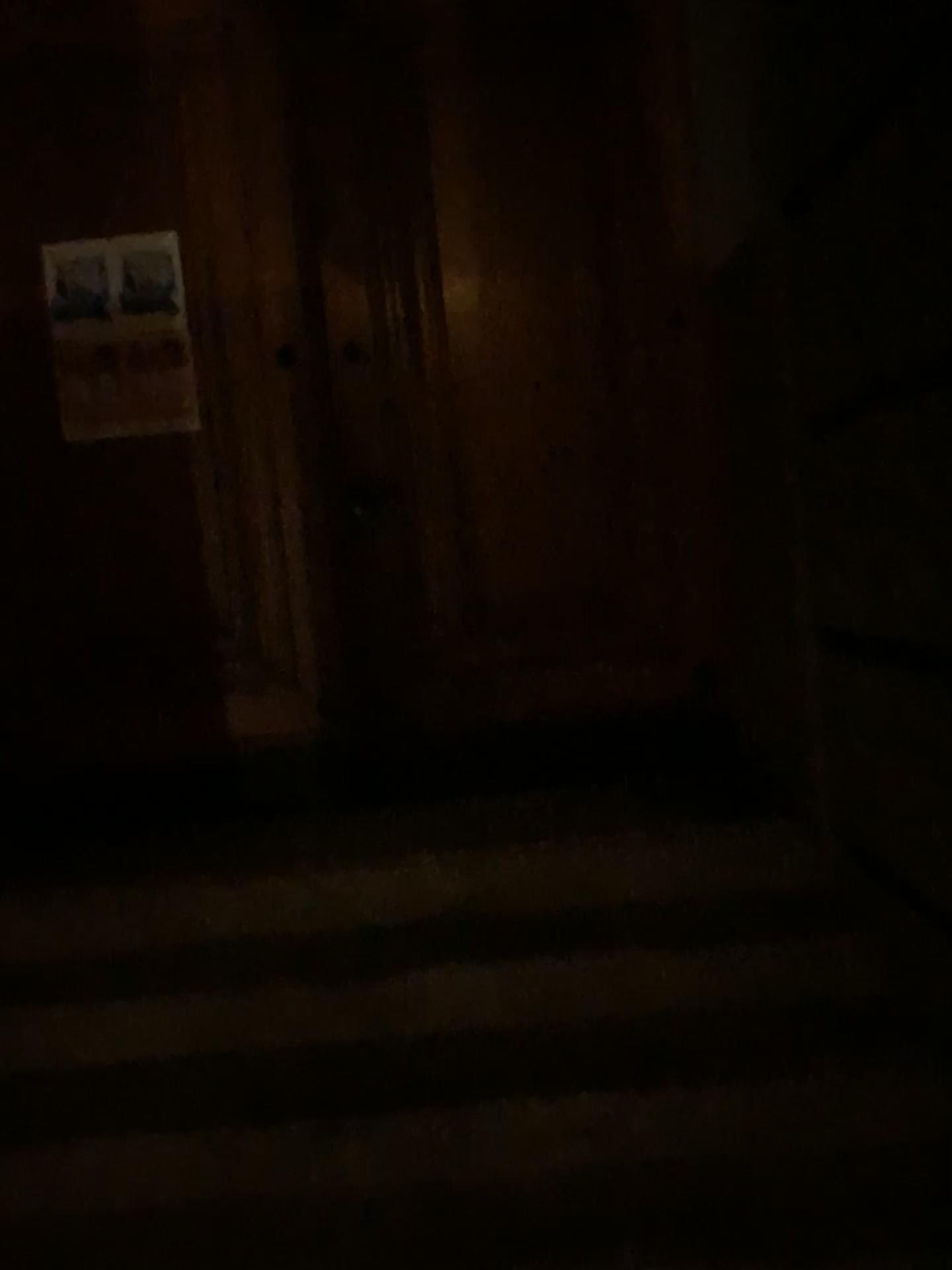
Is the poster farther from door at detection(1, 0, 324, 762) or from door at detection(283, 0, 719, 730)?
door at detection(283, 0, 719, 730)

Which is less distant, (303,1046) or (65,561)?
(303,1046)

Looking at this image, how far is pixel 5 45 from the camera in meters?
3.2

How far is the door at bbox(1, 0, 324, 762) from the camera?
3.2m

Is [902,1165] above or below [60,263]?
below

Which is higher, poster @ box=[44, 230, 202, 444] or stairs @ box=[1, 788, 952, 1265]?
poster @ box=[44, 230, 202, 444]

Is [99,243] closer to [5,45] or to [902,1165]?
[5,45]

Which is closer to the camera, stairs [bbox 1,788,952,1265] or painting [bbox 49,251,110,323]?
stairs [bbox 1,788,952,1265]

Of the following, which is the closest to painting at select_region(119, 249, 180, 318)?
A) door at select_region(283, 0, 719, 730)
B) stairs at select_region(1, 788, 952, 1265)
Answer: door at select_region(283, 0, 719, 730)

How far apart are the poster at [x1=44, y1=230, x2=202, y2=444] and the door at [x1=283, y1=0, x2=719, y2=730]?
0.38m
